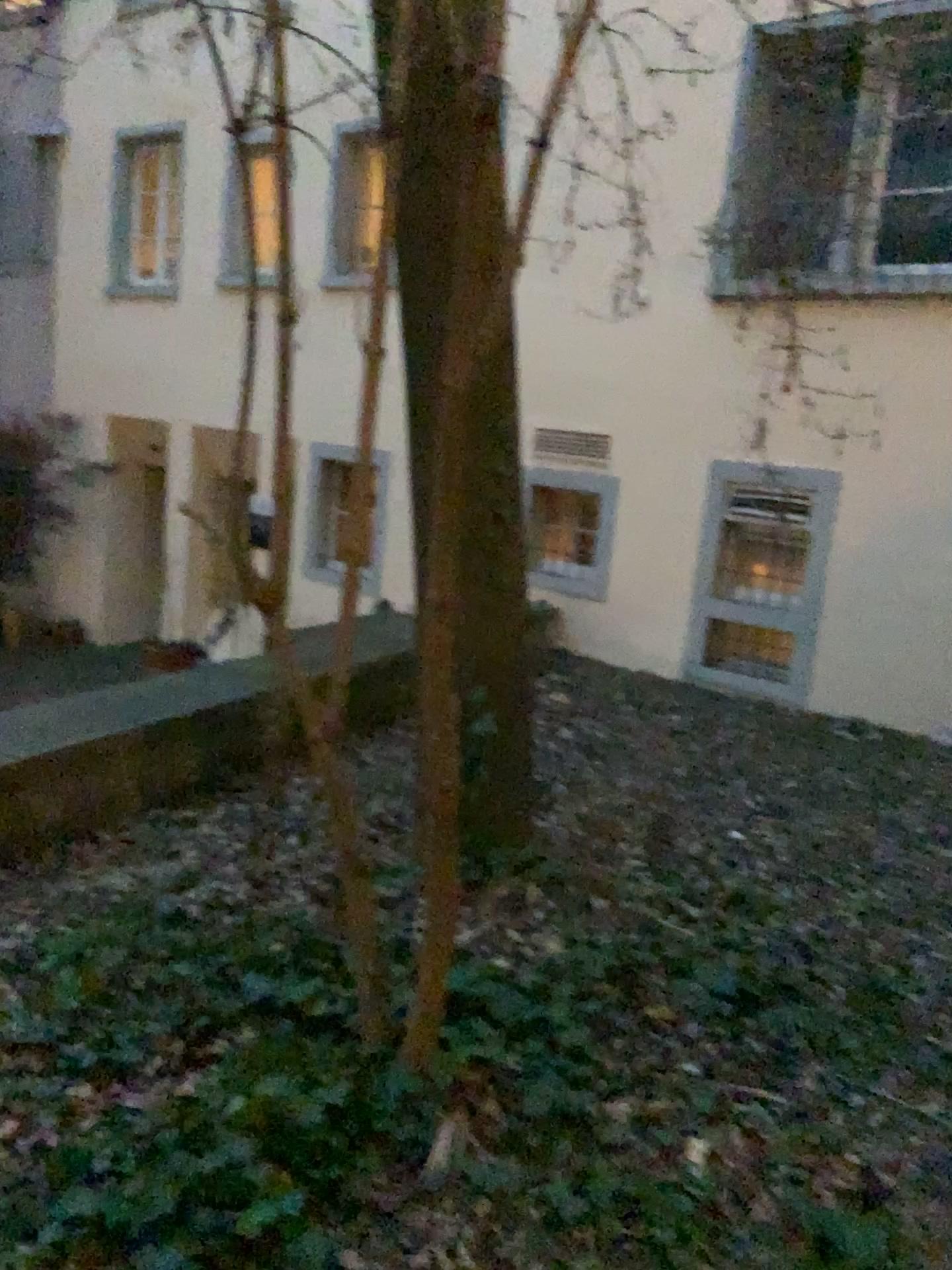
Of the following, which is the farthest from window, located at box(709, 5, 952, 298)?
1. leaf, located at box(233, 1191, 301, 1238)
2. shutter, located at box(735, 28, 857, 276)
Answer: leaf, located at box(233, 1191, 301, 1238)

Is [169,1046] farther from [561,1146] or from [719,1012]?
[719,1012]

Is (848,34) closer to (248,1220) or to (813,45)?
(813,45)

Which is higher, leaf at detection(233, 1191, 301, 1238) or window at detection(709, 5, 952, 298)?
window at detection(709, 5, 952, 298)

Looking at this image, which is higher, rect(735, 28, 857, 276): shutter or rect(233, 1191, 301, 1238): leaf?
rect(735, 28, 857, 276): shutter

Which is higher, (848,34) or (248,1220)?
(848,34)

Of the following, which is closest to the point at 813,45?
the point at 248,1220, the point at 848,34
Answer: the point at 848,34

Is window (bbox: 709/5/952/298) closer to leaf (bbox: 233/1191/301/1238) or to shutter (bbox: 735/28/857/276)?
shutter (bbox: 735/28/857/276)
